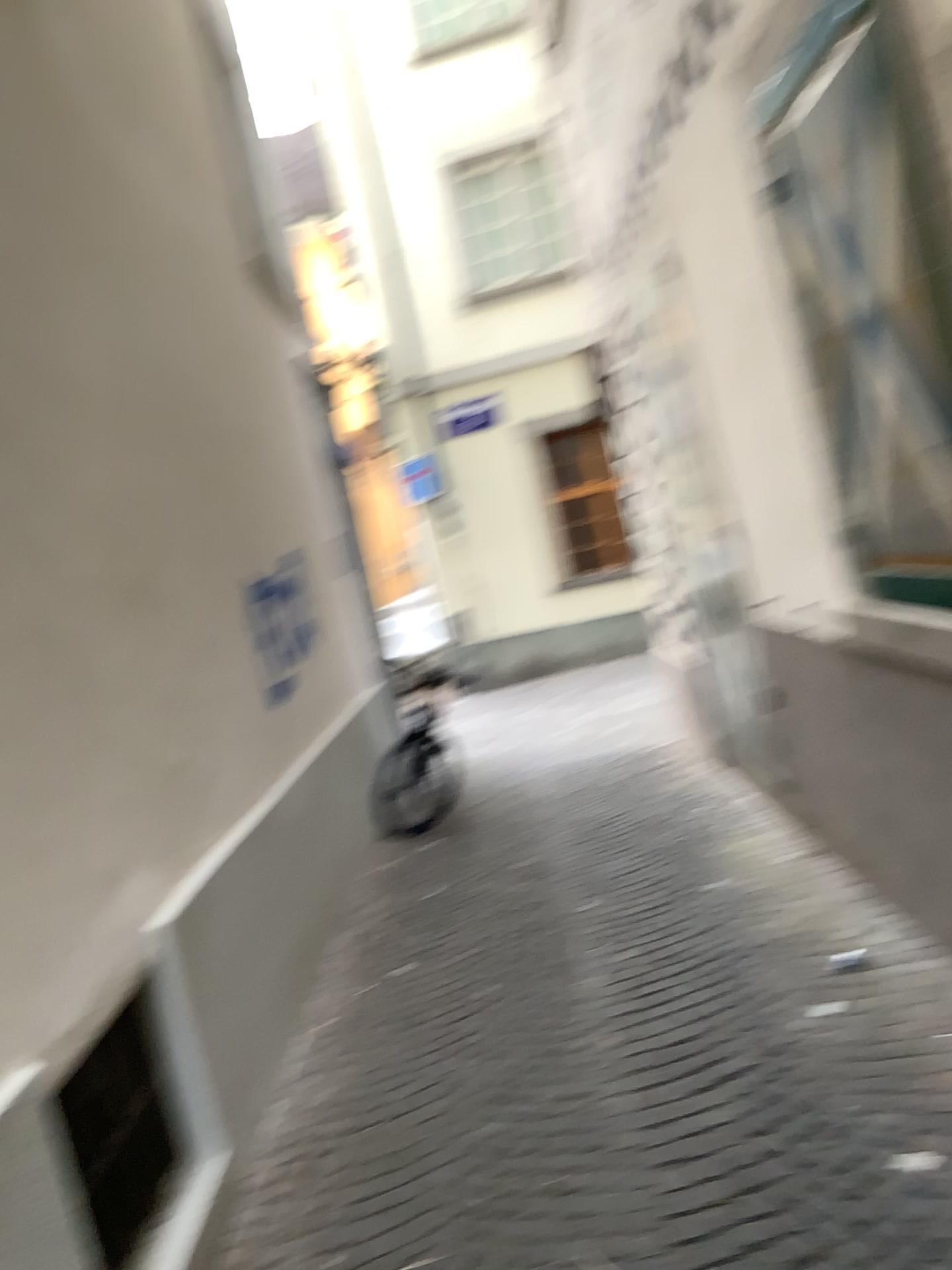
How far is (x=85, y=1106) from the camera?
2.2 meters

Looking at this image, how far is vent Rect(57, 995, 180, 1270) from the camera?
2.2m

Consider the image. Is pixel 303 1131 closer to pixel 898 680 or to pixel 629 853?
pixel 898 680
